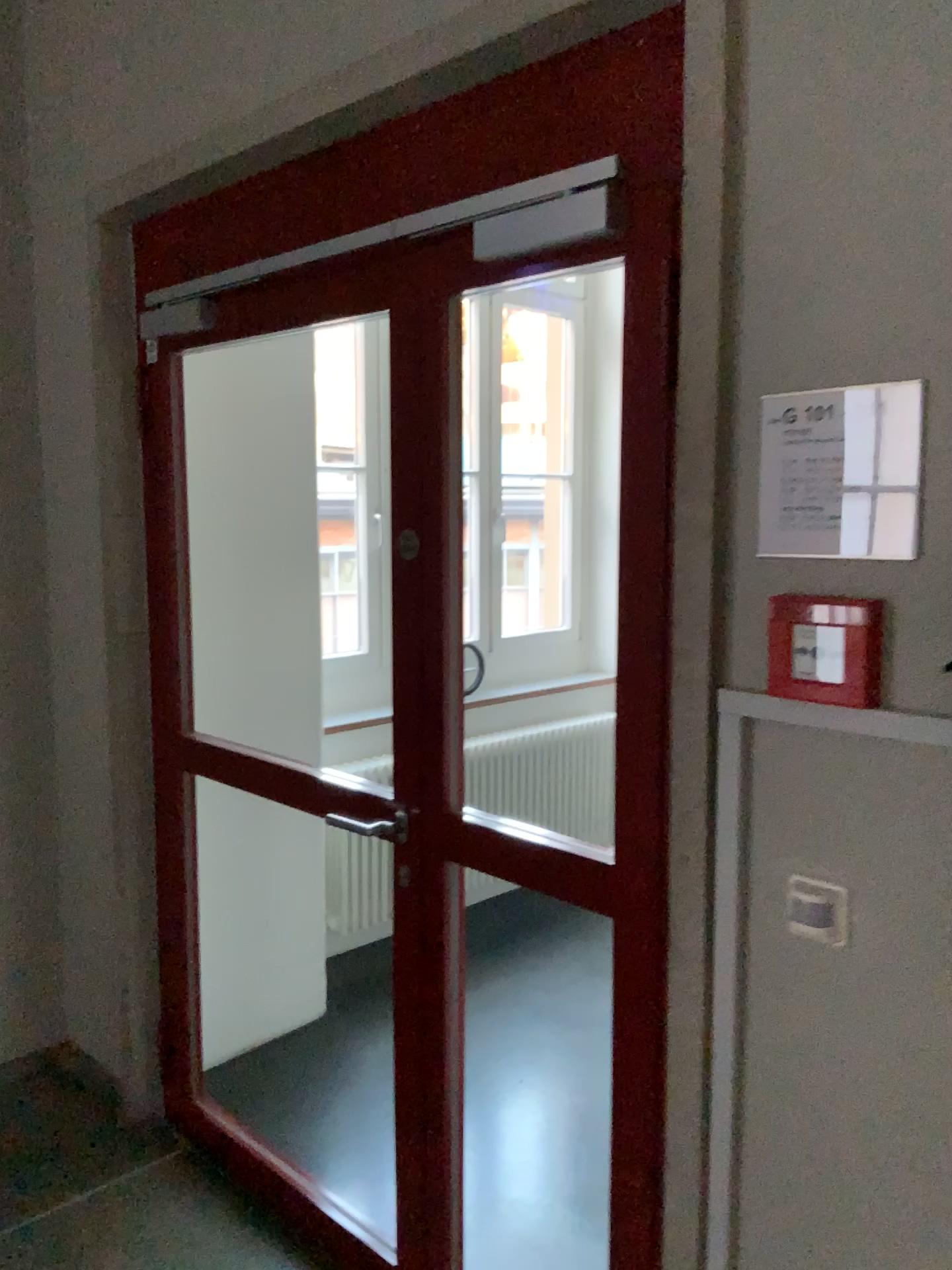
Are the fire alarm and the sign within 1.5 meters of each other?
yes

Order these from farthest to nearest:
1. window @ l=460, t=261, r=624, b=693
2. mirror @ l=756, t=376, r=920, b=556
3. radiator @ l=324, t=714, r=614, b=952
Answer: window @ l=460, t=261, r=624, b=693 → radiator @ l=324, t=714, r=614, b=952 → mirror @ l=756, t=376, r=920, b=556

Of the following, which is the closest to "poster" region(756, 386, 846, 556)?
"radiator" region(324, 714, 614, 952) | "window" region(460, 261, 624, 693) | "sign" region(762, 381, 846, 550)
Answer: "sign" region(762, 381, 846, 550)

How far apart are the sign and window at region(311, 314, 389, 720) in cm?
292

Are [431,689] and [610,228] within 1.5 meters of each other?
yes

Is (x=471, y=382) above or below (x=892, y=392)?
above

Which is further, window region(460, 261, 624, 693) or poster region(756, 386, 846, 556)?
window region(460, 261, 624, 693)

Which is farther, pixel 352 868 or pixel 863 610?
pixel 352 868

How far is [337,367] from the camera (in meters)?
4.19

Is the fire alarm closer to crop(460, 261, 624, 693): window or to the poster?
the poster
